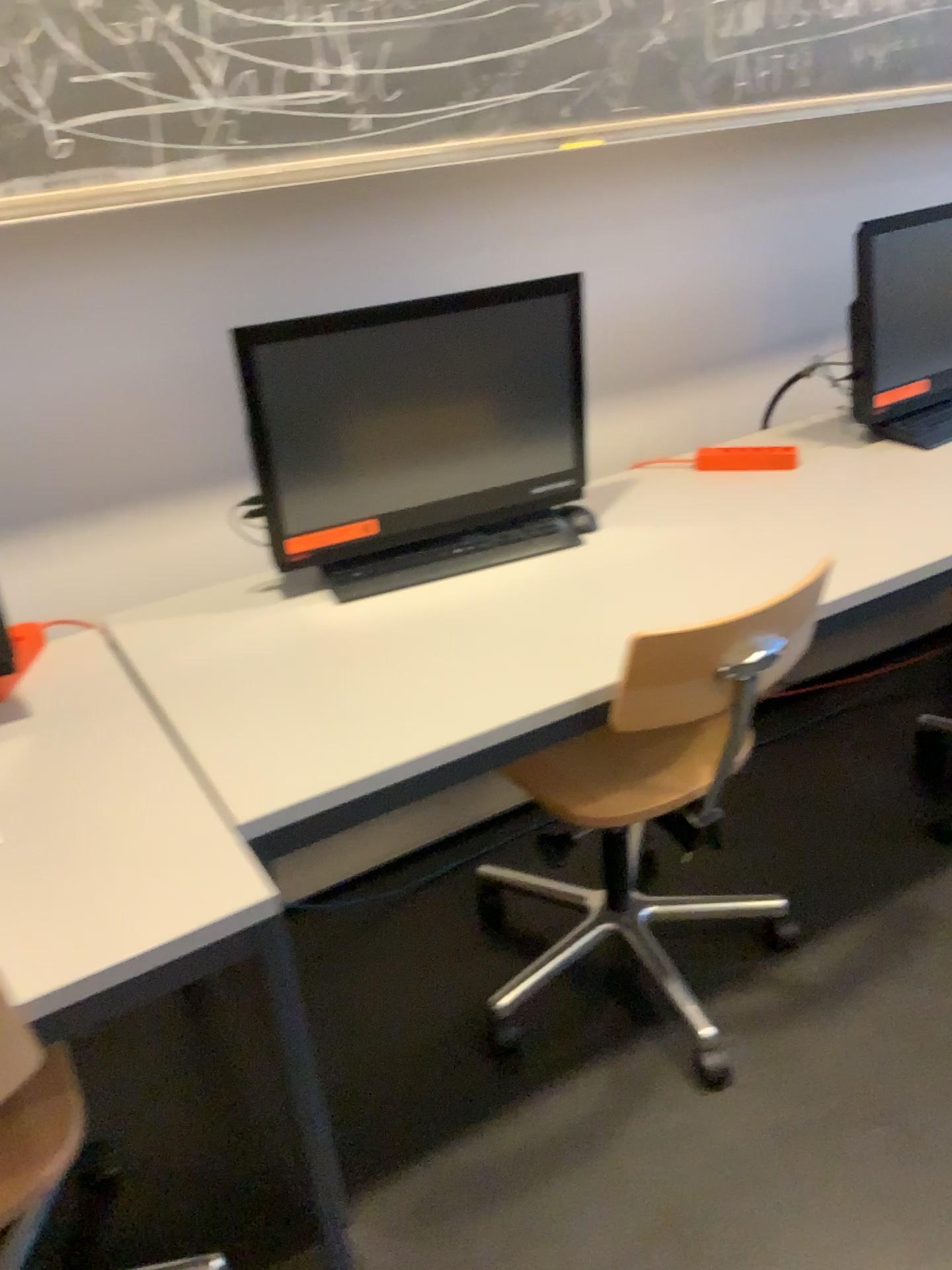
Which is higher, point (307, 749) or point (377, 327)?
point (377, 327)

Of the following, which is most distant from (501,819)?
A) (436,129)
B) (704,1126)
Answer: (436,129)

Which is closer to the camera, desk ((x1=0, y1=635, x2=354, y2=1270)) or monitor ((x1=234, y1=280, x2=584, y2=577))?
desk ((x1=0, y1=635, x2=354, y2=1270))

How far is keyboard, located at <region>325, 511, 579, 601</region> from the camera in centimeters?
179cm

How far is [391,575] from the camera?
1.8m

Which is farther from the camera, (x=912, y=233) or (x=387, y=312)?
(x=912, y=233)

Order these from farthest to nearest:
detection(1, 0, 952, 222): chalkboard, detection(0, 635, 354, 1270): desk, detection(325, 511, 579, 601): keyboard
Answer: detection(325, 511, 579, 601): keyboard < detection(1, 0, 952, 222): chalkboard < detection(0, 635, 354, 1270): desk

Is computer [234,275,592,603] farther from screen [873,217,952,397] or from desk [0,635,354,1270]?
screen [873,217,952,397]

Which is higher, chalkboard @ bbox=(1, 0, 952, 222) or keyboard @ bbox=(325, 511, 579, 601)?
chalkboard @ bbox=(1, 0, 952, 222)

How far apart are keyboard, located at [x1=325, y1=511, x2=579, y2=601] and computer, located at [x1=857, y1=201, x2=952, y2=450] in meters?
0.7
